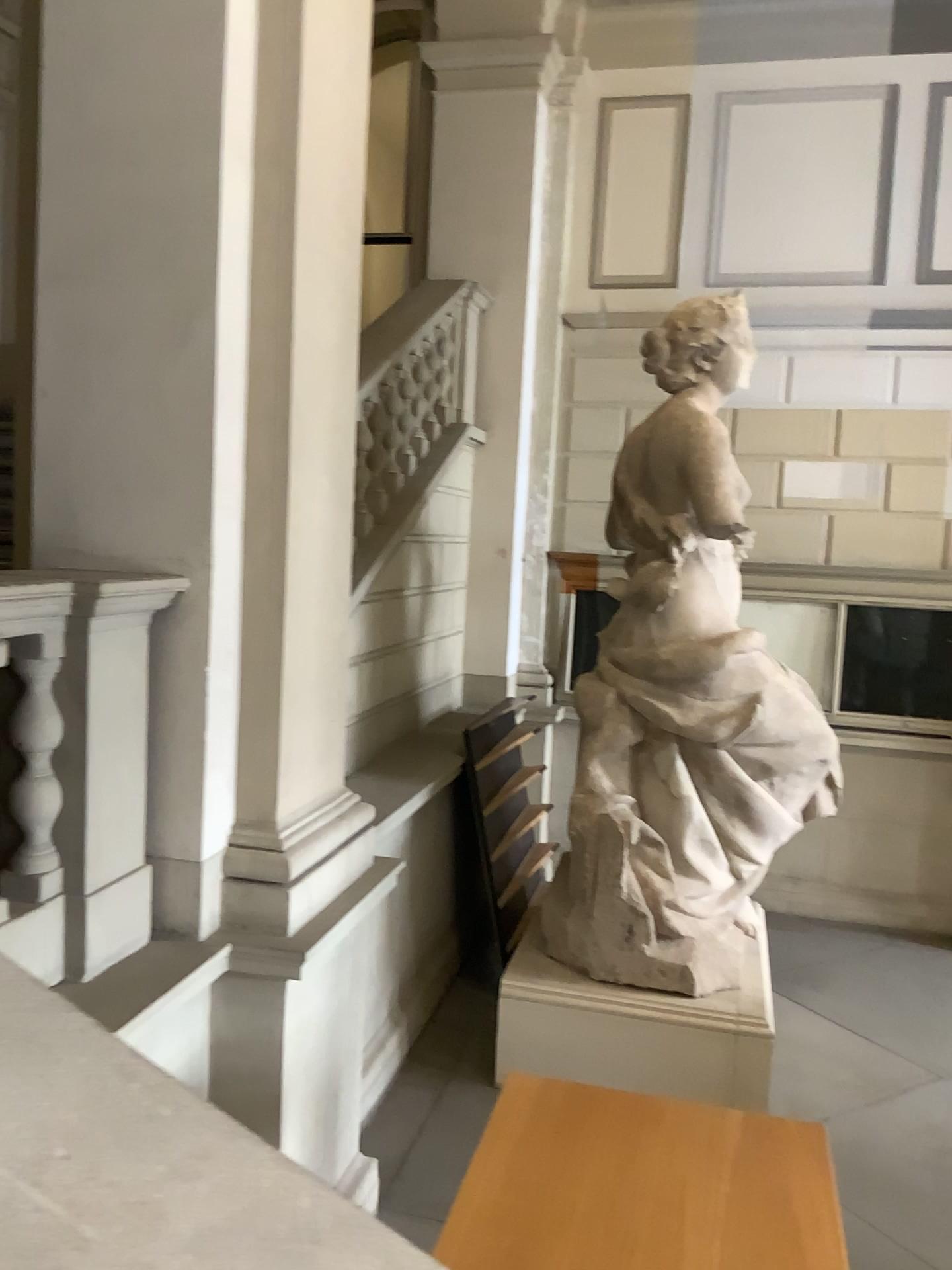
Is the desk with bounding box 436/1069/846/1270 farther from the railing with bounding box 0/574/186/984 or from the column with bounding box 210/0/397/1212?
the railing with bounding box 0/574/186/984

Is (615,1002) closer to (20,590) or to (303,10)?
(20,590)

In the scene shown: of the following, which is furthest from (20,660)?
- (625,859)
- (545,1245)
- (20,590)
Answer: (625,859)

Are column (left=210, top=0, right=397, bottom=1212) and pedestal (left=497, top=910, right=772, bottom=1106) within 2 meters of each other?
yes

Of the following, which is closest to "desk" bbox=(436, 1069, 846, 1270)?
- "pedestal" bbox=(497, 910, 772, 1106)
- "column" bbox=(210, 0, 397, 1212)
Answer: "column" bbox=(210, 0, 397, 1212)

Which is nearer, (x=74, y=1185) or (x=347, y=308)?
(x=74, y=1185)

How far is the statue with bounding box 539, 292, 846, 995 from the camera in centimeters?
474cm

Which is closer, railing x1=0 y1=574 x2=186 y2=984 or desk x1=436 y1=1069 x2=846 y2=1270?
desk x1=436 y1=1069 x2=846 y2=1270

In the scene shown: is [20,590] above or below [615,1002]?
above

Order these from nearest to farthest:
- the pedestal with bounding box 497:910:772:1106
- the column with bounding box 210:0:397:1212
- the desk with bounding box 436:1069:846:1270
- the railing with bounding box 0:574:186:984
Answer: the desk with bounding box 436:1069:846:1270 → the railing with bounding box 0:574:186:984 → the column with bounding box 210:0:397:1212 → the pedestal with bounding box 497:910:772:1106
